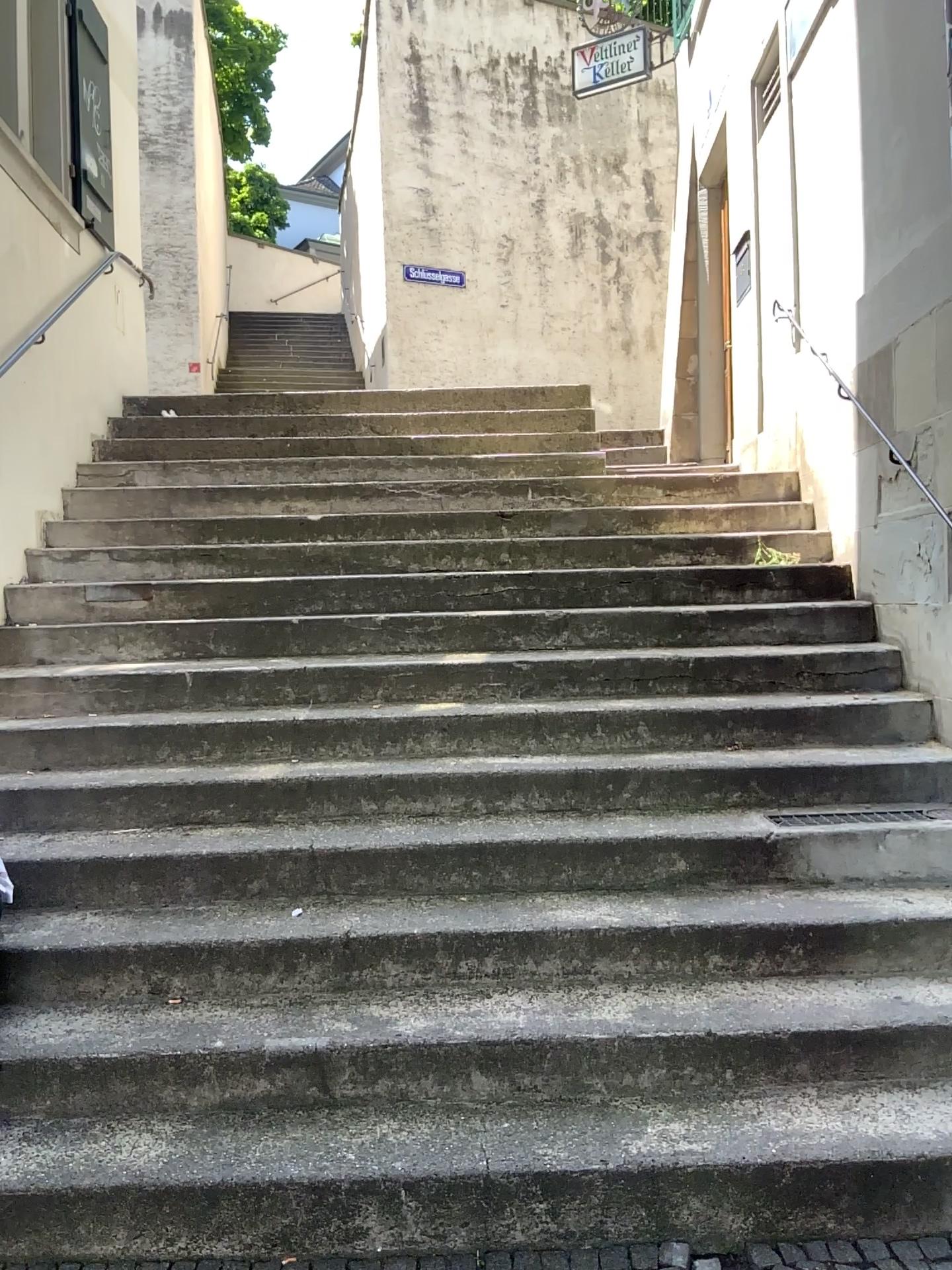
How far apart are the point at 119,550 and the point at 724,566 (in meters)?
2.87
